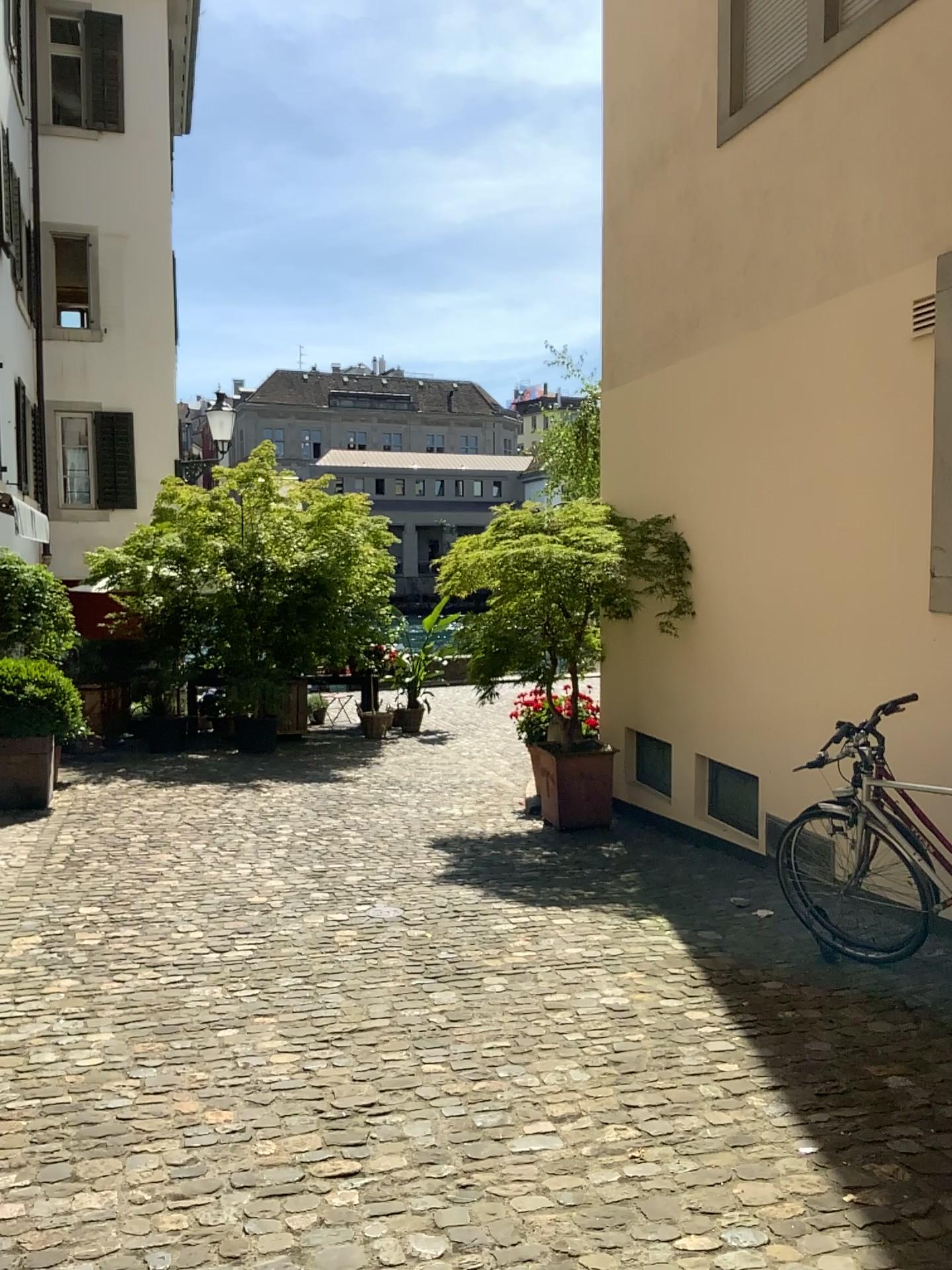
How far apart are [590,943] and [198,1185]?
2.3m
